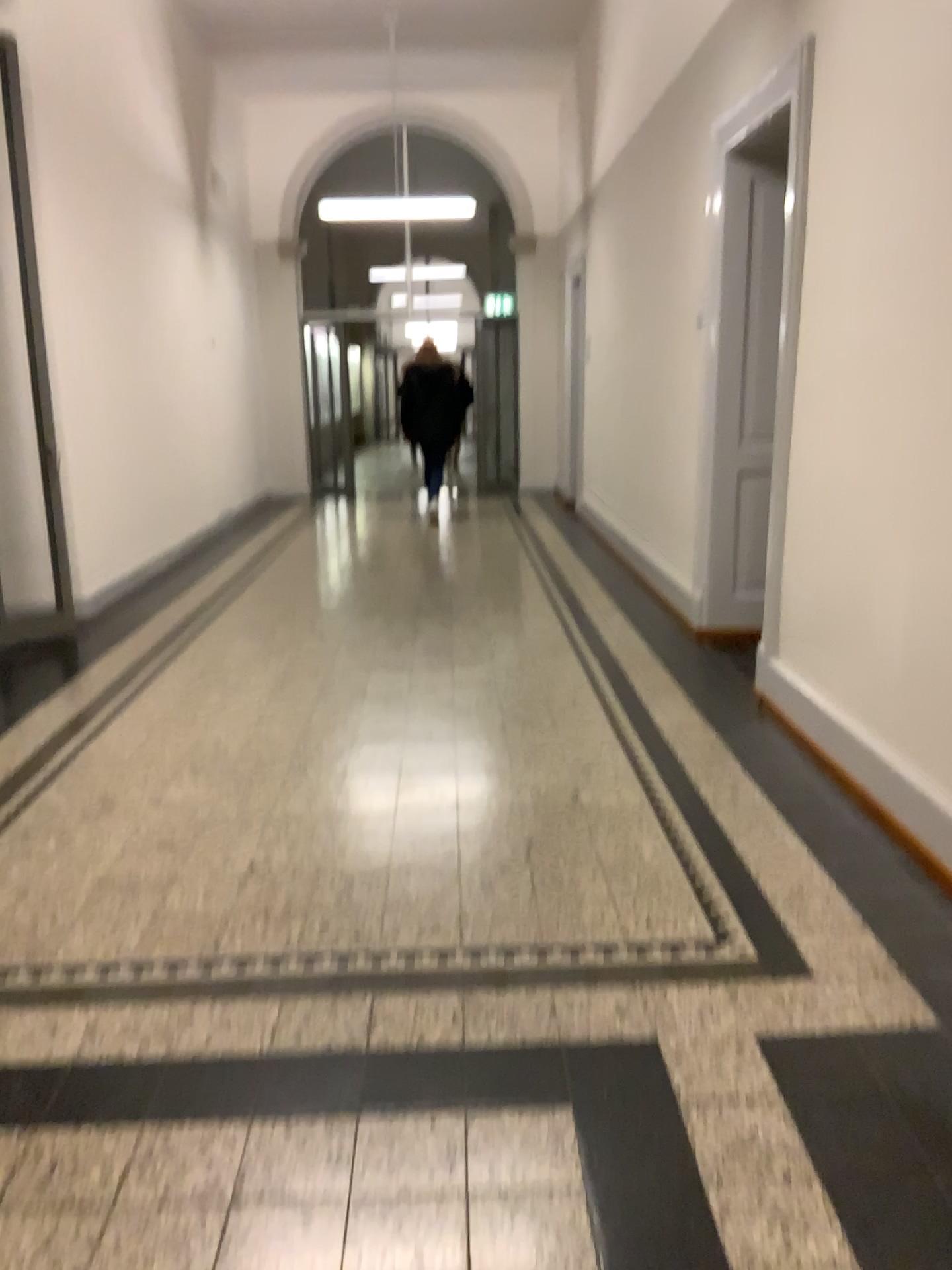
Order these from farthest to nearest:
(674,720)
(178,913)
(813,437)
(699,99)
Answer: (699,99) < (674,720) < (813,437) < (178,913)
